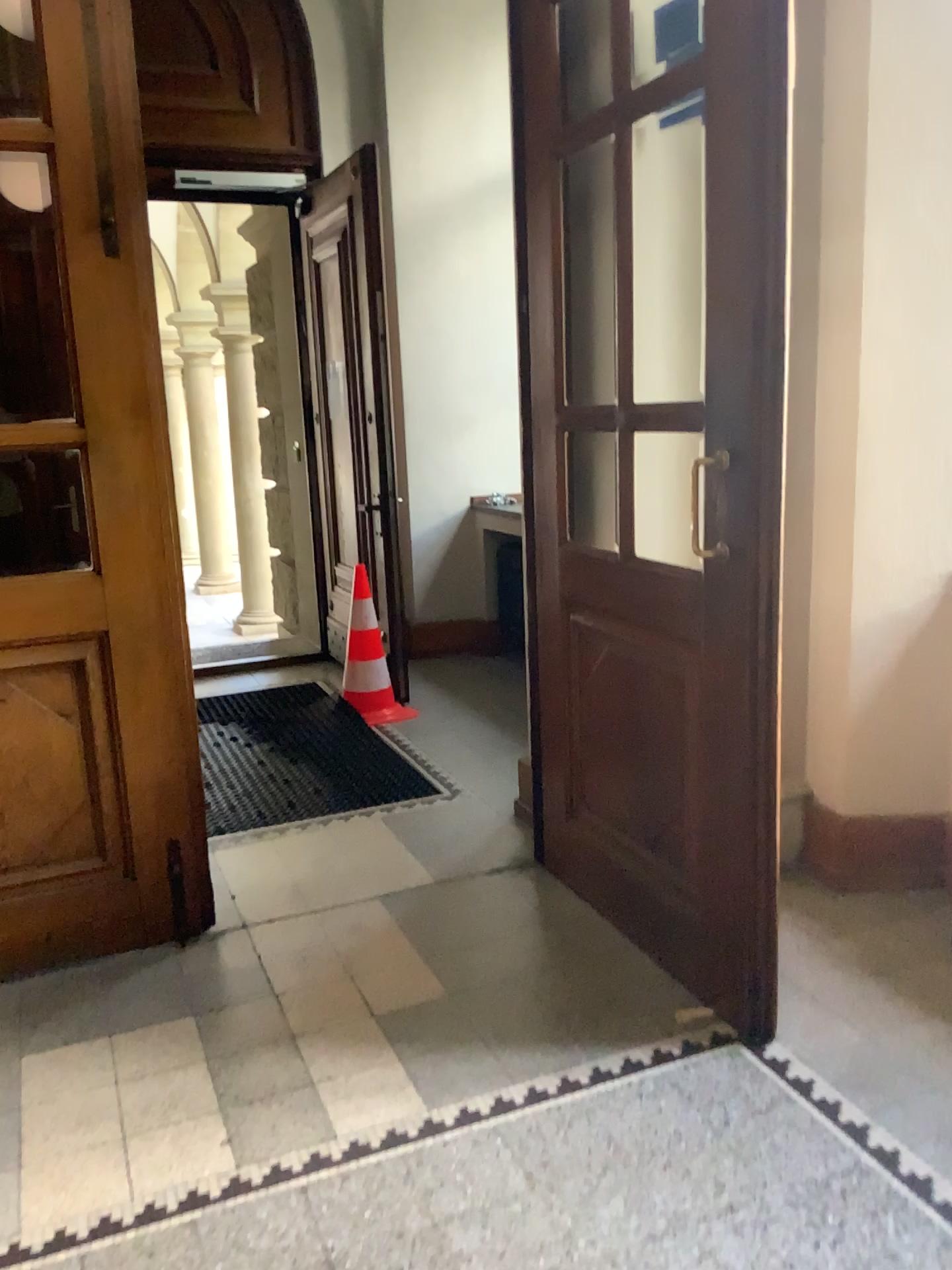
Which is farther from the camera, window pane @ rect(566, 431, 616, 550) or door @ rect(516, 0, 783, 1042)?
window pane @ rect(566, 431, 616, 550)

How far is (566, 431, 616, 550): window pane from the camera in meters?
3.0 m

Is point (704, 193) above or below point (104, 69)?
below

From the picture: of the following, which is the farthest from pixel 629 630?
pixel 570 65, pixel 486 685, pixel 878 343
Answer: pixel 486 685

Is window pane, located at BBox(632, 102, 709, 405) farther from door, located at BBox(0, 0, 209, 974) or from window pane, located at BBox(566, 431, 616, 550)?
door, located at BBox(0, 0, 209, 974)

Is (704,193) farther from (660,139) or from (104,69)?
(104,69)

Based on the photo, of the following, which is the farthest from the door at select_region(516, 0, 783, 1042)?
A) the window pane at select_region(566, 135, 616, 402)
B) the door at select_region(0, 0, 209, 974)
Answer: the door at select_region(0, 0, 209, 974)

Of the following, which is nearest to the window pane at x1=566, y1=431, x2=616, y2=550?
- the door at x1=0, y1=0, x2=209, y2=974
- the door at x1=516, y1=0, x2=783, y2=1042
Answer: the door at x1=516, y1=0, x2=783, y2=1042

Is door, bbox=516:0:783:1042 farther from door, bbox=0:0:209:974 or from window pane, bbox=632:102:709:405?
door, bbox=0:0:209:974

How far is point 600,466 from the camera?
3.0m
